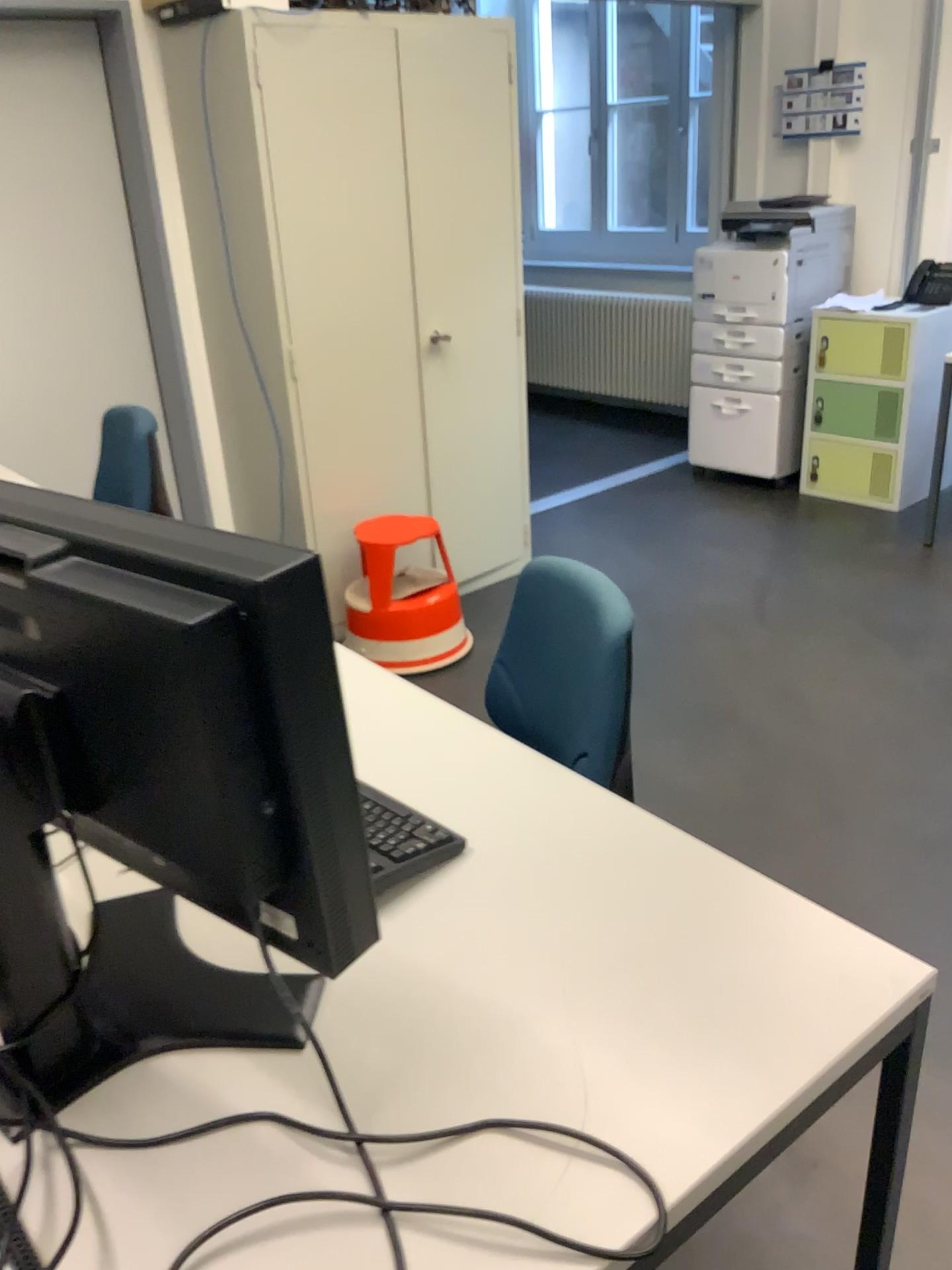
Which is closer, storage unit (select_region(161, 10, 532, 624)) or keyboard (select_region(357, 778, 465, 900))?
keyboard (select_region(357, 778, 465, 900))

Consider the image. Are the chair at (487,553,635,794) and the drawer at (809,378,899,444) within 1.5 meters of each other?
no

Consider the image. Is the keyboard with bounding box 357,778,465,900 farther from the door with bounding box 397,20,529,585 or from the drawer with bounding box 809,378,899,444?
the drawer with bounding box 809,378,899,444

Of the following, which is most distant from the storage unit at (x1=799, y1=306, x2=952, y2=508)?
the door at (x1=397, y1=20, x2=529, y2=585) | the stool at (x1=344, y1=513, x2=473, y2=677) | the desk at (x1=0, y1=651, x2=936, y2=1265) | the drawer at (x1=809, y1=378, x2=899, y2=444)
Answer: the desk at (x1=0, y1=651, x2=936, y2=1265)

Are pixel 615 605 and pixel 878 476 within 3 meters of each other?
no

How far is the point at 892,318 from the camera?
4.27m

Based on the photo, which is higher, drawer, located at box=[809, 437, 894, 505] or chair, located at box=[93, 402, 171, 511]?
chair, located at box=[93, 402, 171, 511]

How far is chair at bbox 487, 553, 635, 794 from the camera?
1.5m

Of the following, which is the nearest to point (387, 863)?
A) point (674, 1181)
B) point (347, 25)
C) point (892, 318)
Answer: point (674, 1181)

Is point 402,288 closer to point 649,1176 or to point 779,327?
point 779,327
